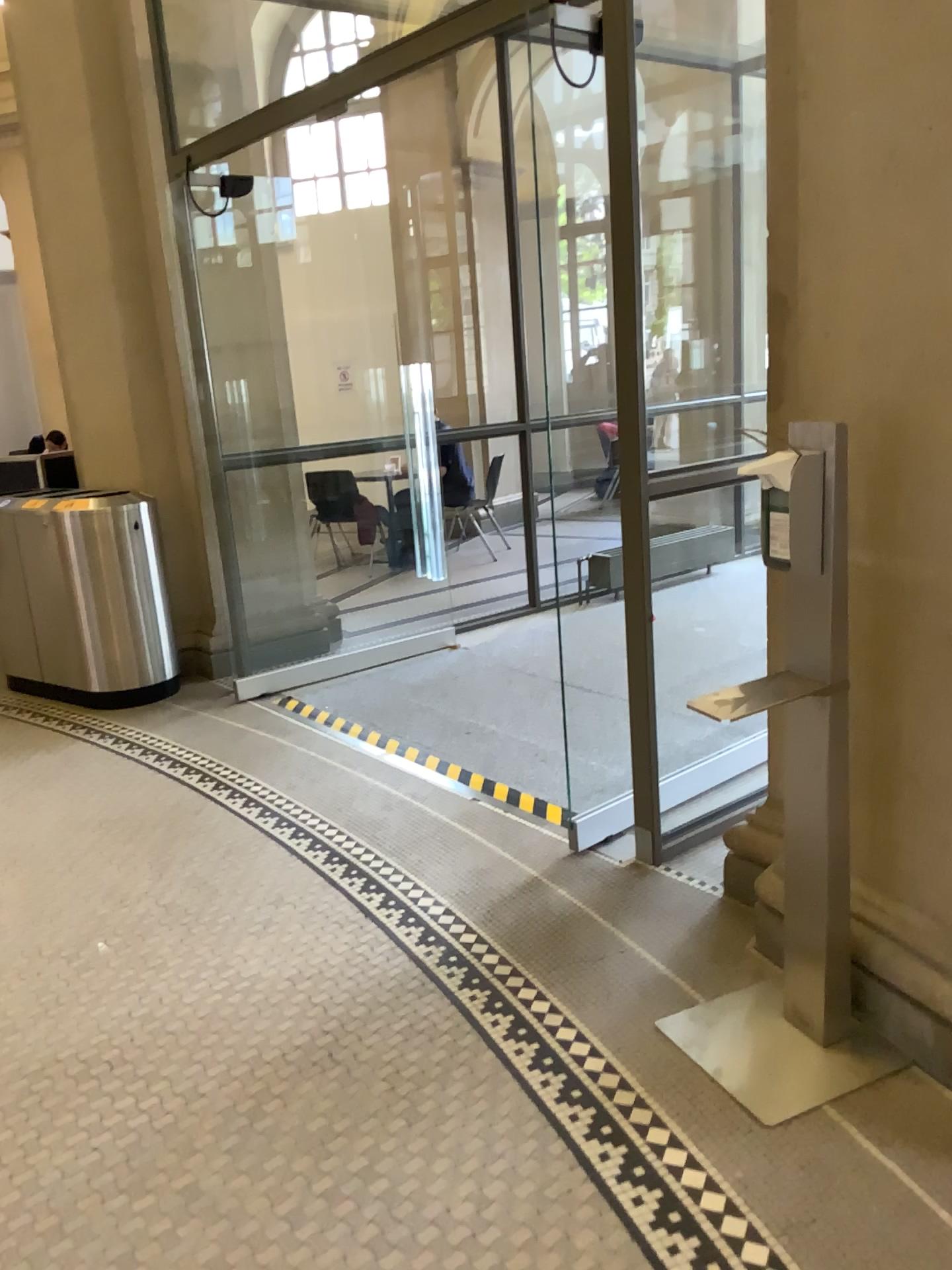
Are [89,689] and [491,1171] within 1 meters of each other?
no
